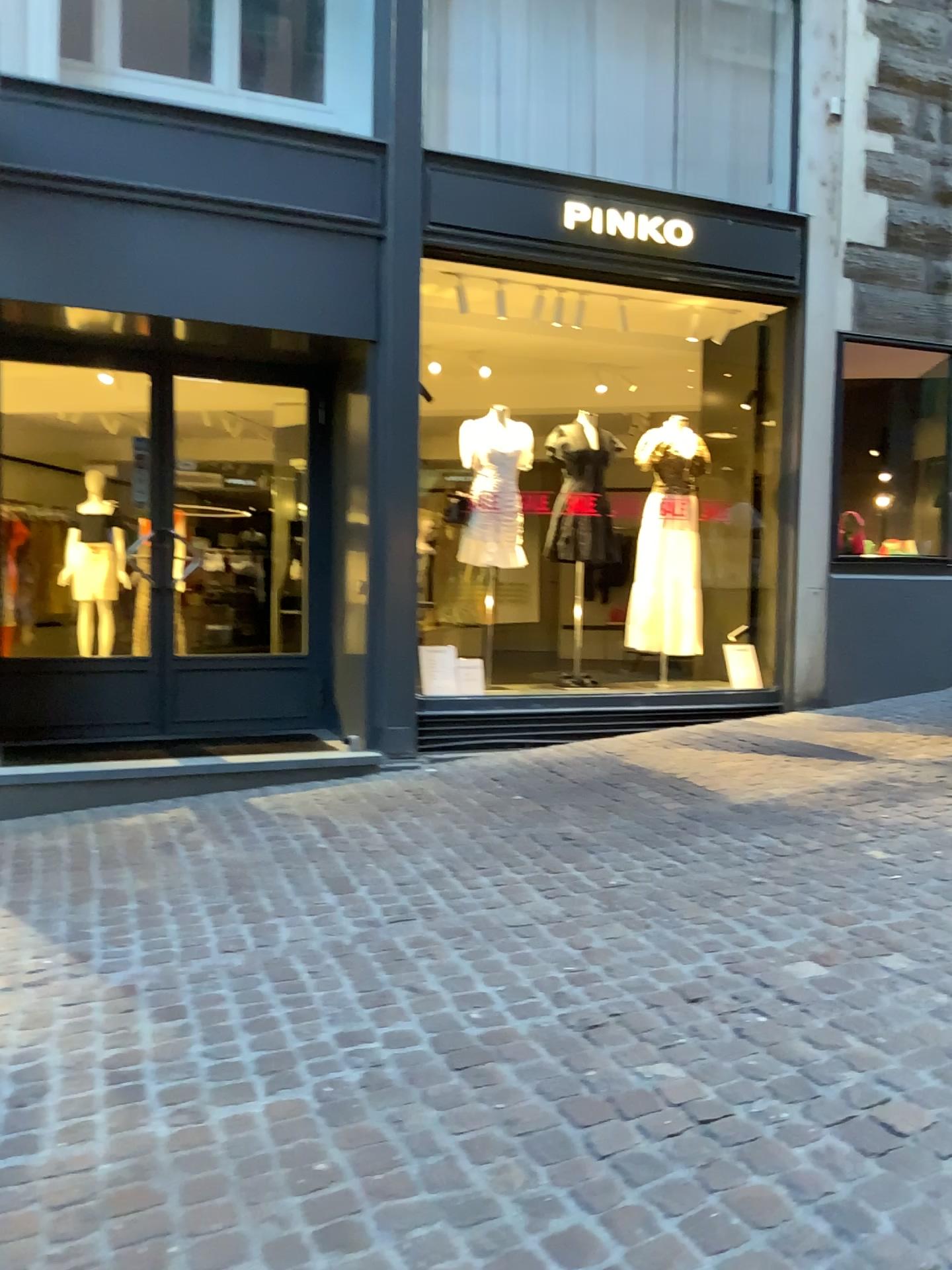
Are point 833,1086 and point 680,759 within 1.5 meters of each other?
no
